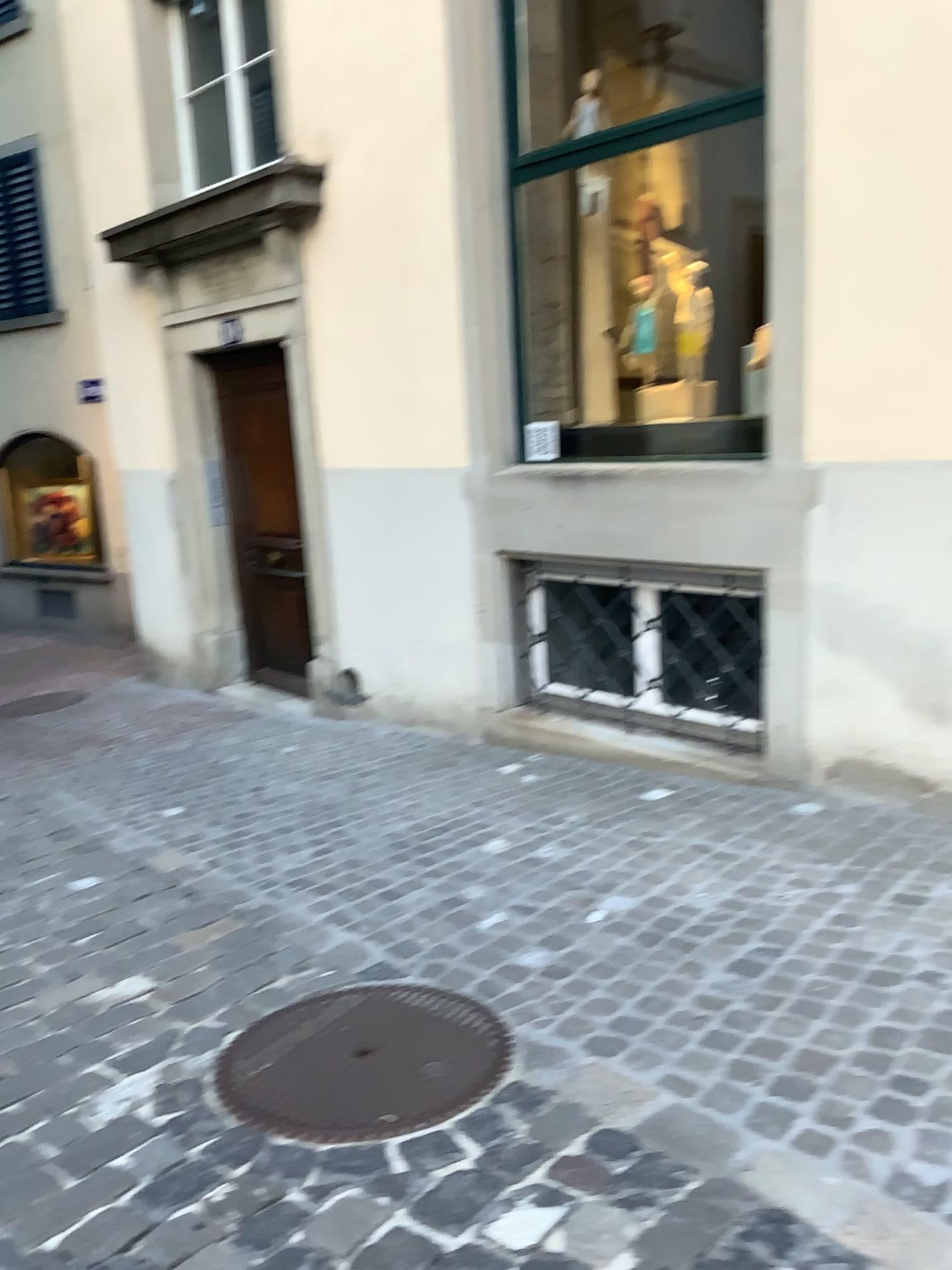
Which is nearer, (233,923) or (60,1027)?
(60,1027)
